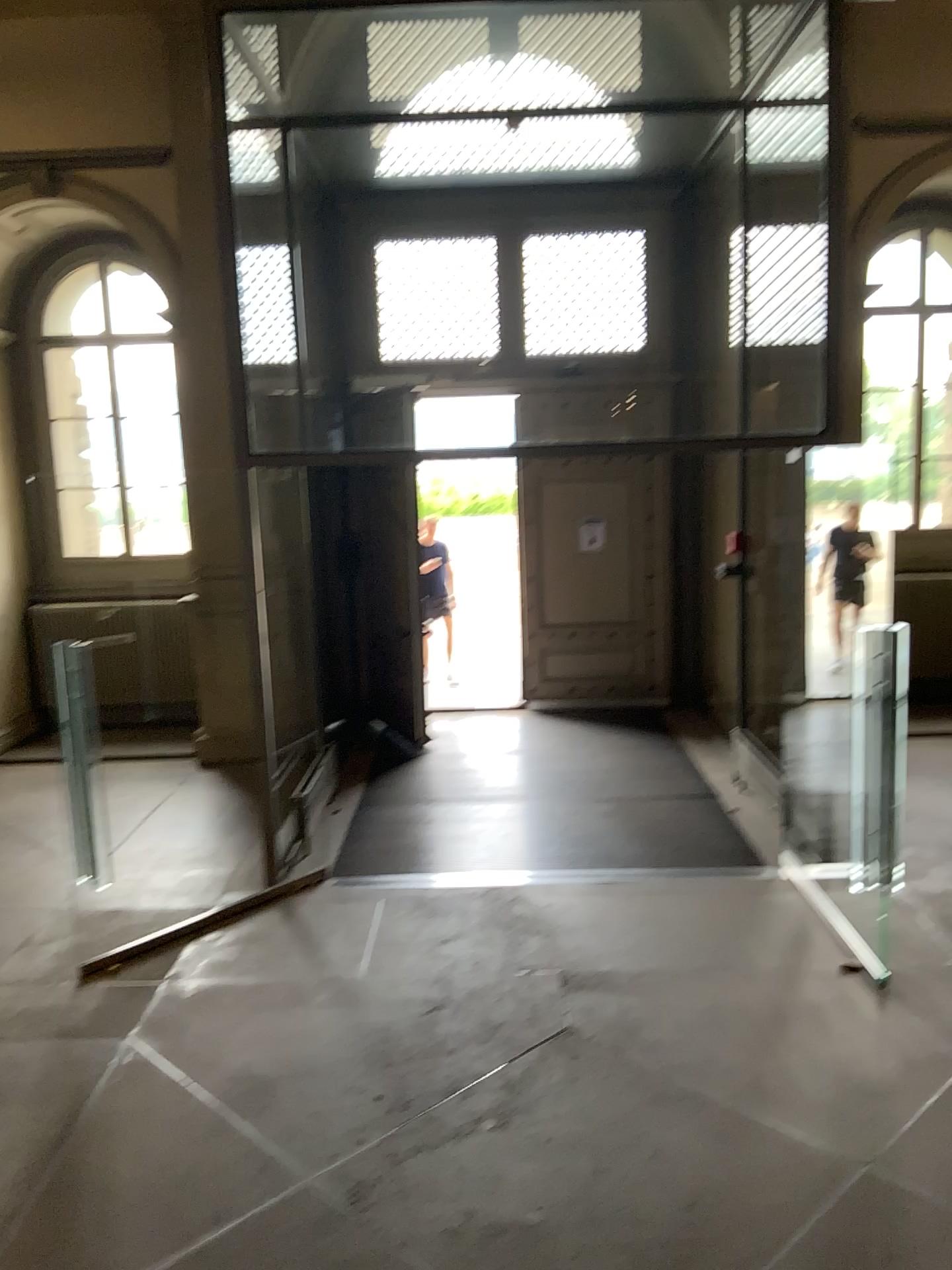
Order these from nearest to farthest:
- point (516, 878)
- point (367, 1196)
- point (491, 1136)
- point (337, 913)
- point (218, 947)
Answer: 1. point (367, 1196)
2. point (491, 1136)
3. point (218, 947)
4. point (337, 913)
5. point (516, 878)
